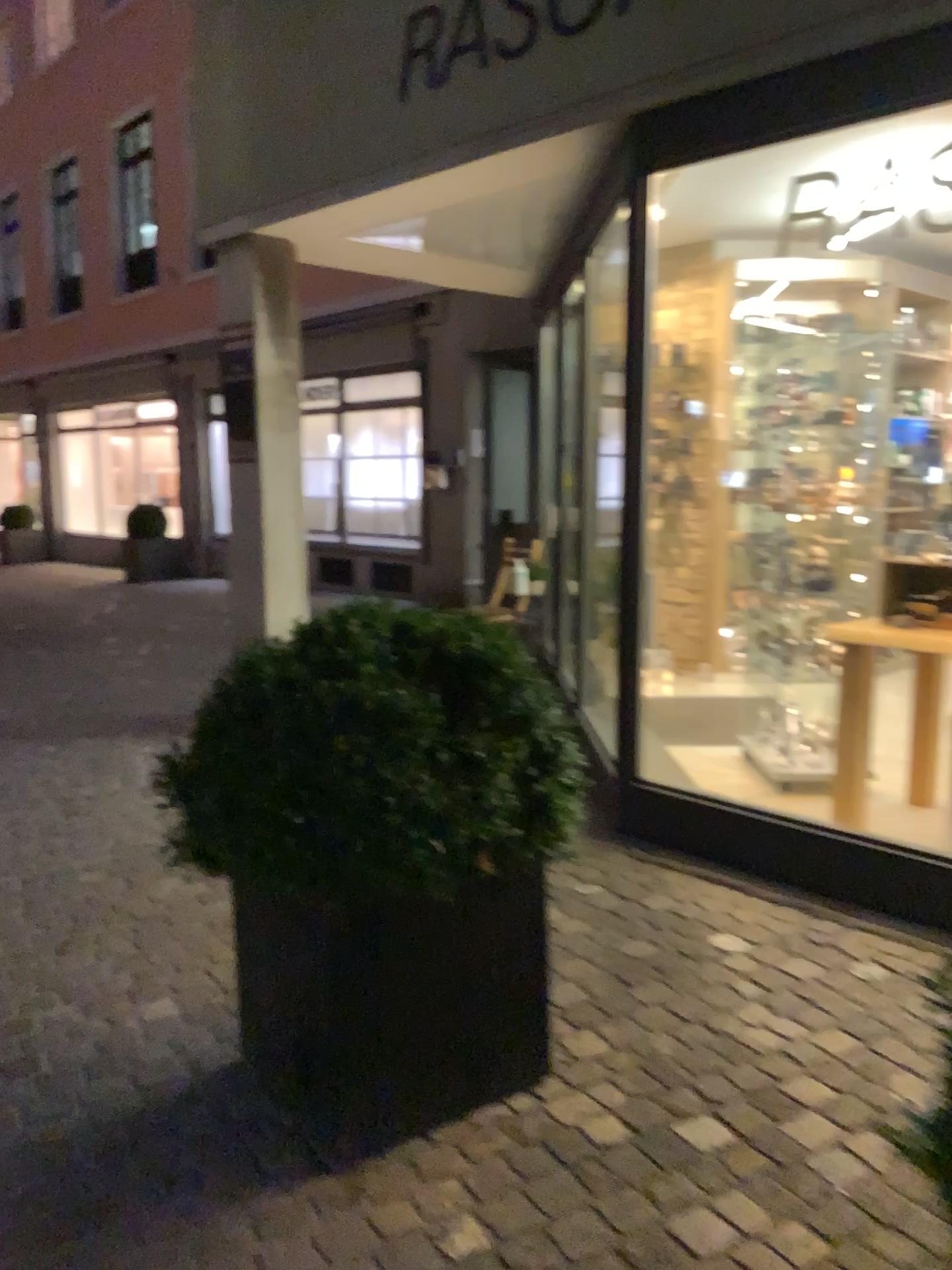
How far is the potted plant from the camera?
1.9m

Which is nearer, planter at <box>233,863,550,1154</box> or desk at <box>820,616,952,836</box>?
planter at <box>233,863,550,1154</box>

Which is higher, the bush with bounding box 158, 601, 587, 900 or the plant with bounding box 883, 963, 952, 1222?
the bush with bounding box 158, 601, 587, 900

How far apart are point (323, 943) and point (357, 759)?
0.38m

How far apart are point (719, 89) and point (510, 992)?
2.6 meters

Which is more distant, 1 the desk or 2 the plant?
1 the desk

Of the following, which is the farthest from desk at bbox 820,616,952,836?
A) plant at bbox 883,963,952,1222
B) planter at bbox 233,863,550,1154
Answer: planter at bbox 233,863,550,1154

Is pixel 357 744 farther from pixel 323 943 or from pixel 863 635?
pixel 863 635

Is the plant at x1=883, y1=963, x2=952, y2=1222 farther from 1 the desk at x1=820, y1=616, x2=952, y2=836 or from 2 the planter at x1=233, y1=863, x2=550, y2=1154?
1 the desk at x1=820, y1=616, x2=952, y2=836

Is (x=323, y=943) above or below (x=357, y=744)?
below
